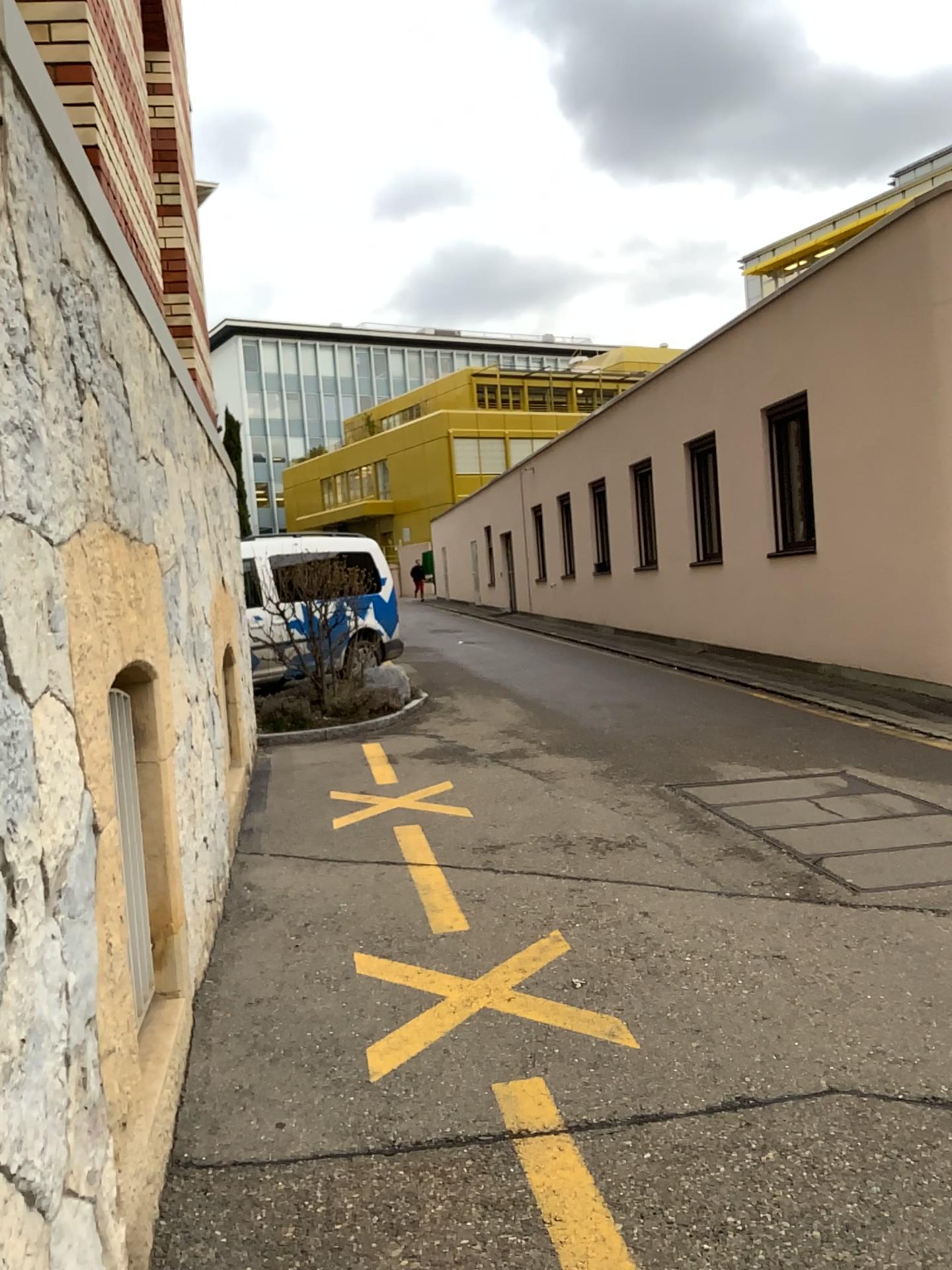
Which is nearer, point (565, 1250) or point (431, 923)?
point (565, 1250)

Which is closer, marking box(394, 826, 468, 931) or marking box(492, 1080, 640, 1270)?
marking box(492, 1080, 640, 1270)

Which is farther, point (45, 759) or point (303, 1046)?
point (303, 1046)
